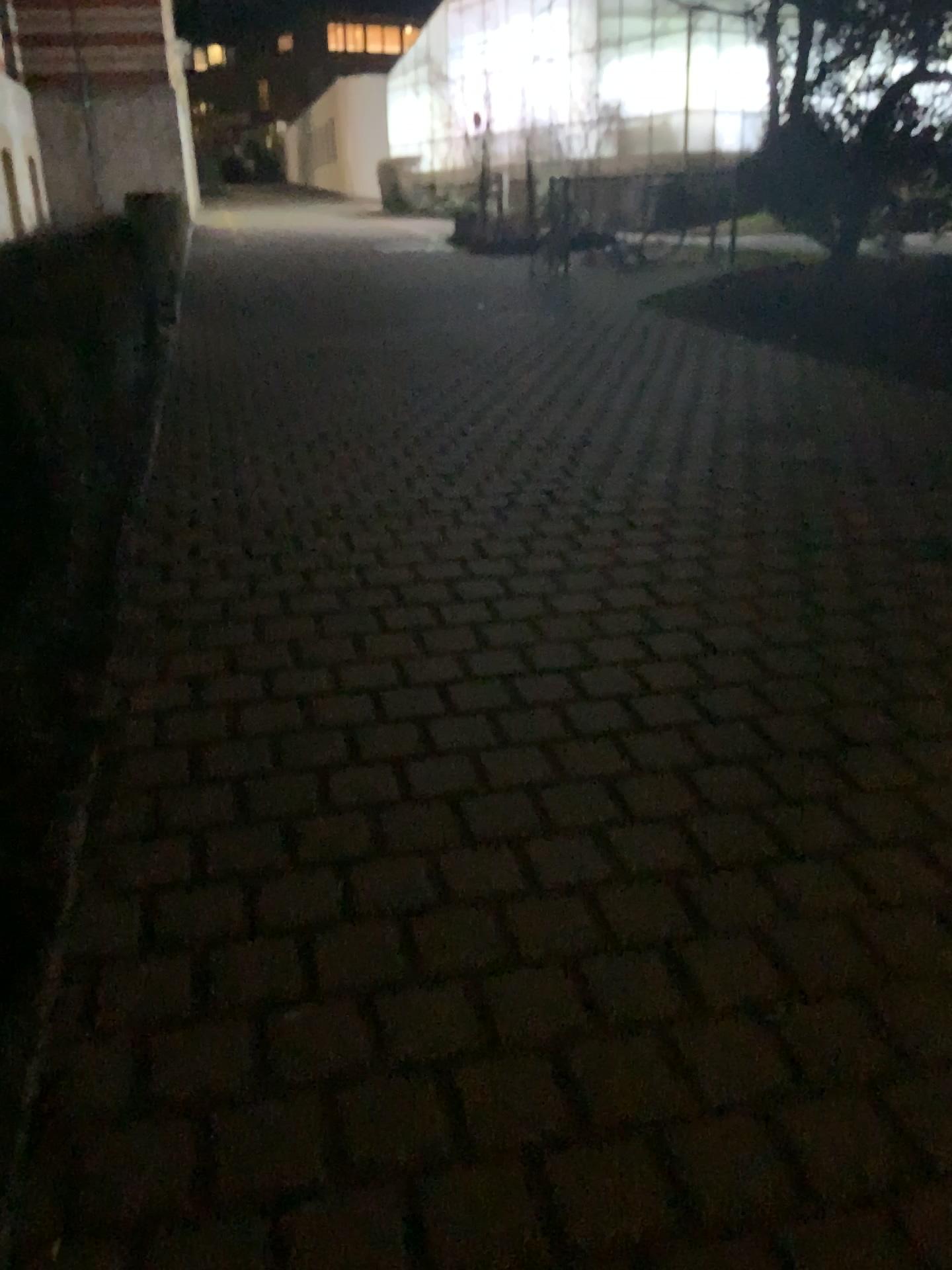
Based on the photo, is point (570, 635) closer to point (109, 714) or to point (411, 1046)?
point (109, 714)
